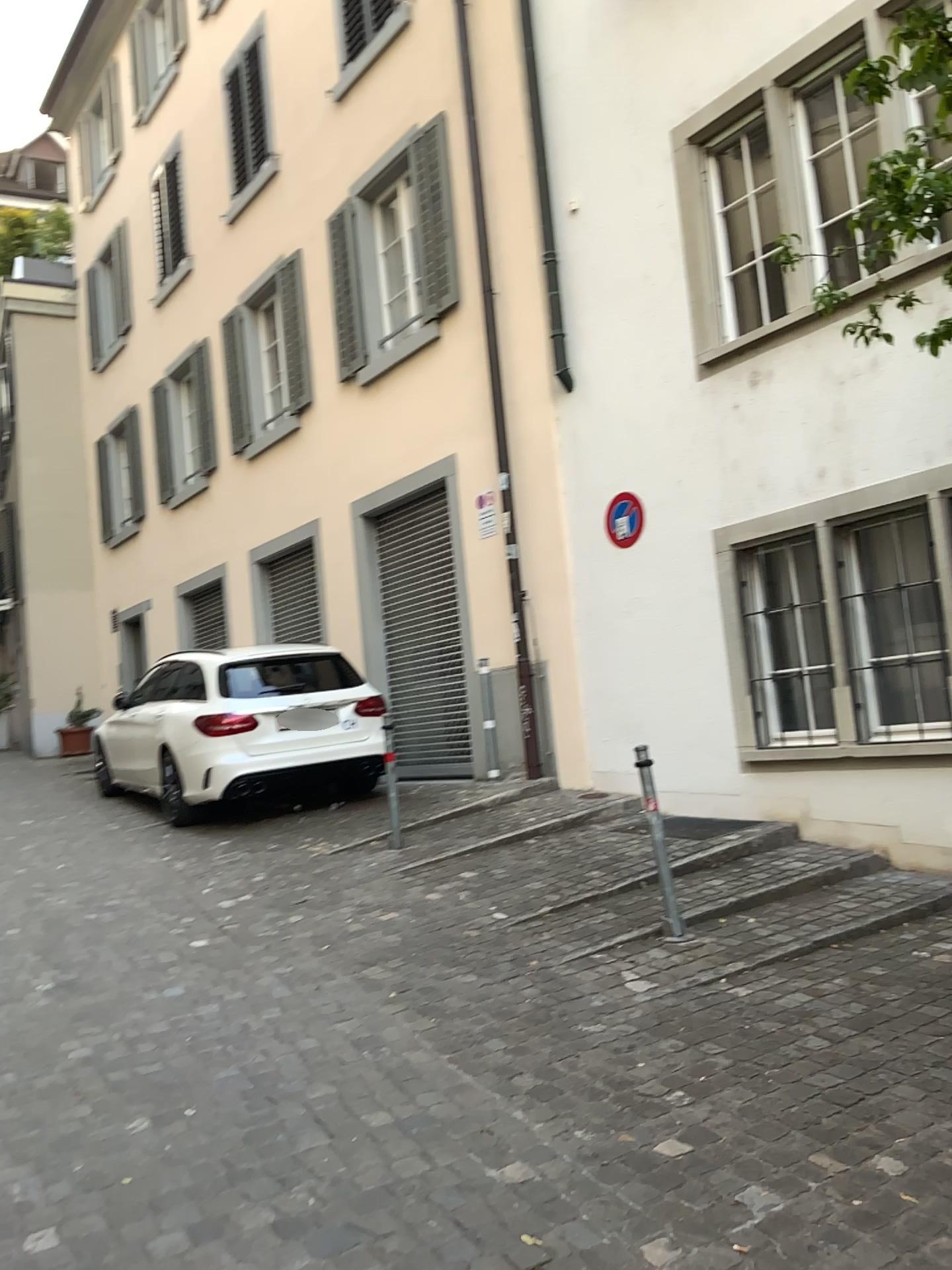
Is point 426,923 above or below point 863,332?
below
